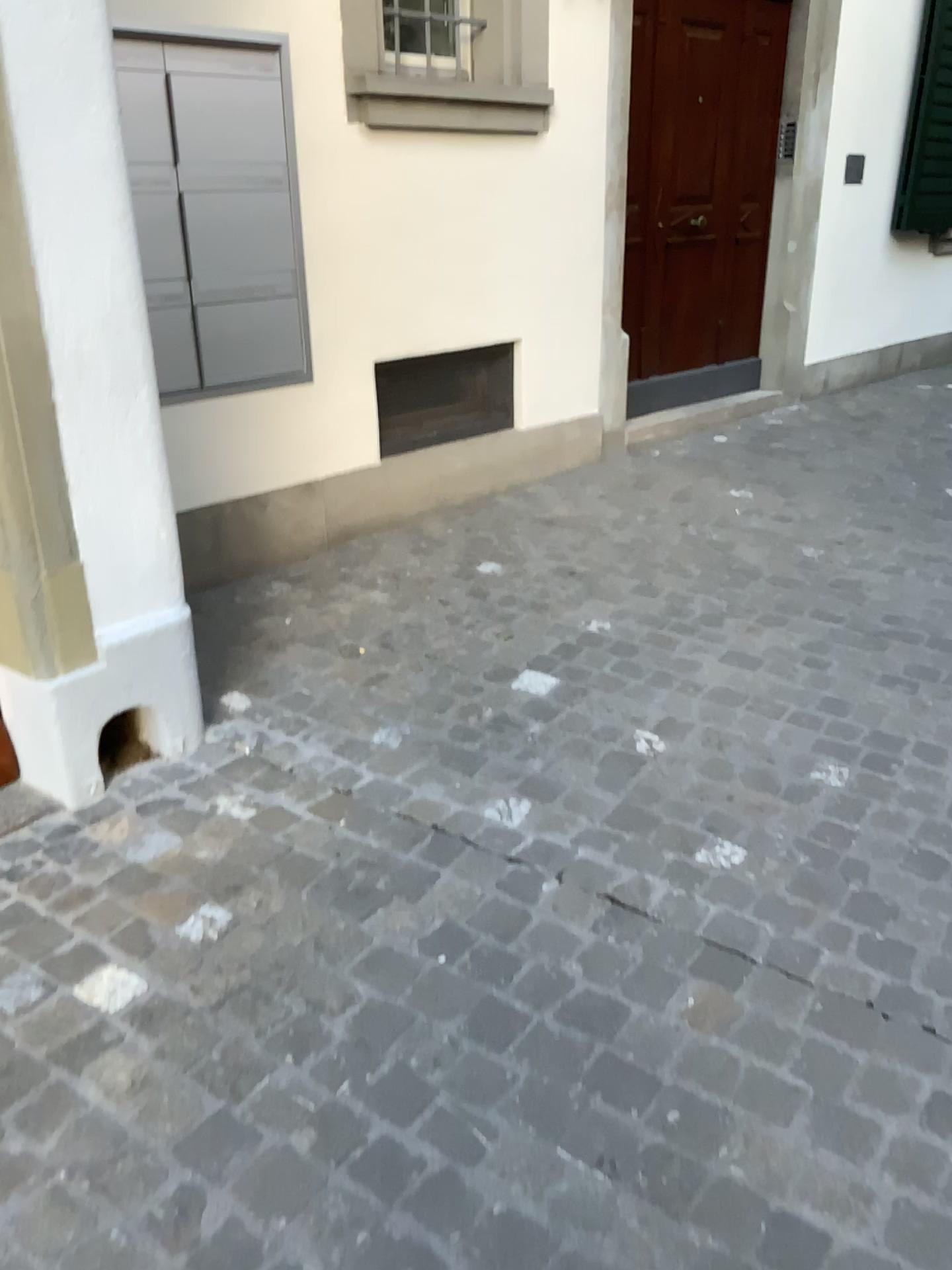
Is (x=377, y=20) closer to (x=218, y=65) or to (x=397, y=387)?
(x=218, y=65)

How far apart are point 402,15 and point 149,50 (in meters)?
1.01

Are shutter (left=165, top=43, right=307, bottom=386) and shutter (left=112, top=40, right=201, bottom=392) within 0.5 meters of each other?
yes

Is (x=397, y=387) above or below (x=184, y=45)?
below

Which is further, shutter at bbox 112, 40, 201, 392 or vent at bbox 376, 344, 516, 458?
vent at bbox 376, 344, 516, 458

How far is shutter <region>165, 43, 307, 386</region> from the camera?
3.1m

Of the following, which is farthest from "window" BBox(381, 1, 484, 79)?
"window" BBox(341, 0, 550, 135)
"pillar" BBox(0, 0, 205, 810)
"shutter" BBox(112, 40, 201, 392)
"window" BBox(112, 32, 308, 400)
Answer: "pillar" BBox(0, 0, 205, 810)

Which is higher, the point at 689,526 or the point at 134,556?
the point at 134,556

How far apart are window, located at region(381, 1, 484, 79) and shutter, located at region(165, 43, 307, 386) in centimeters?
50cm

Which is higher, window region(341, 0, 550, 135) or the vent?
window region(341, 0, 550, 135)
